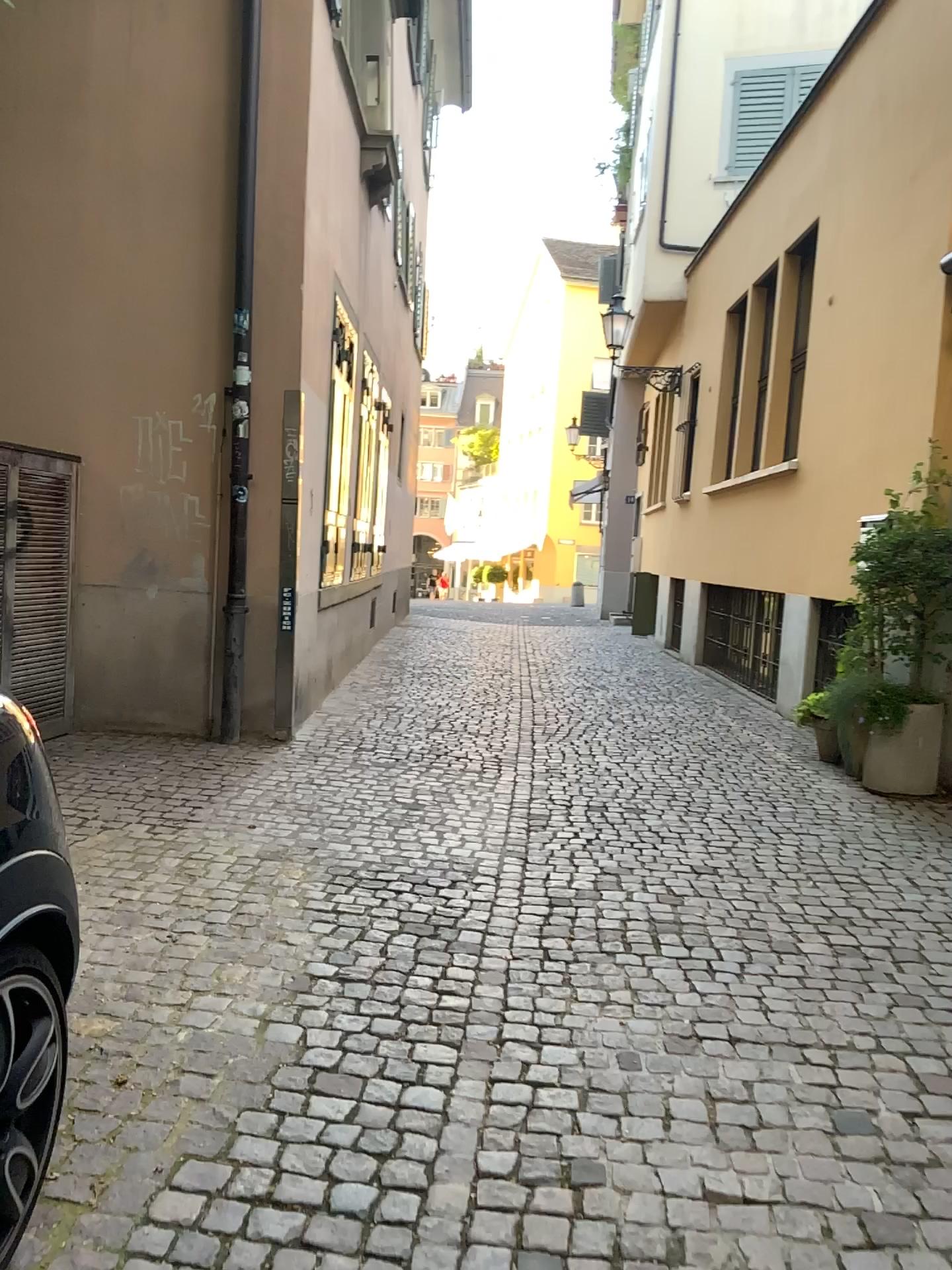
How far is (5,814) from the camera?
1.68m

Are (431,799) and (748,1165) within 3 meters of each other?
no

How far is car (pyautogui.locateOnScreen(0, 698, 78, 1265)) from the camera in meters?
1.7 m
